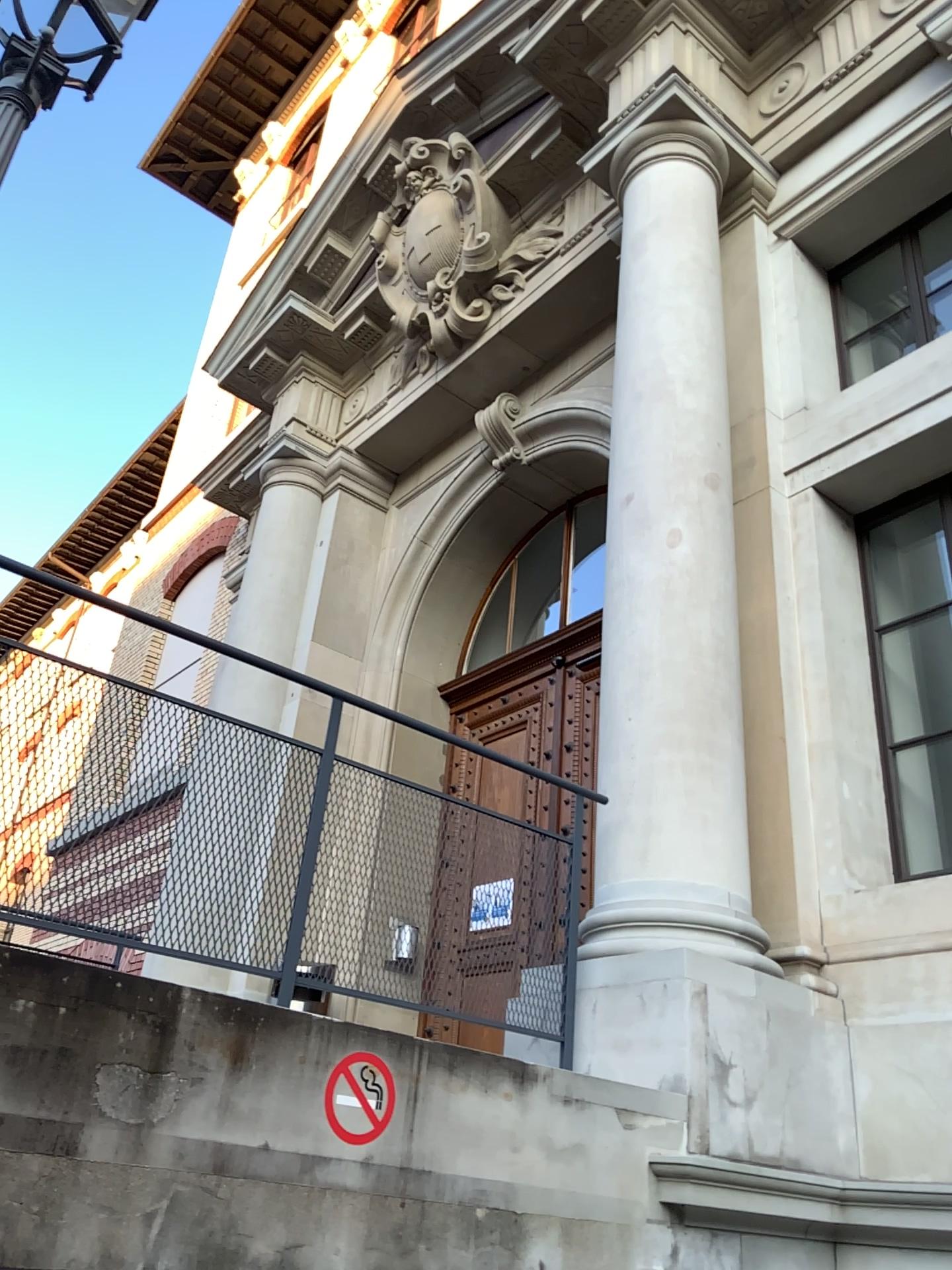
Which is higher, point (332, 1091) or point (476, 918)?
point (476, 918)

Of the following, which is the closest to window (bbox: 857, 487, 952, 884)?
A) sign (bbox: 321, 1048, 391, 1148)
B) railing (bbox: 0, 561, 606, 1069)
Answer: railing (bbox: 0, 561, 606, 1069)

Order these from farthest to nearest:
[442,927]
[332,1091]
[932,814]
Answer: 1. [932,814]
2. [442,927]
3. [332,1091]

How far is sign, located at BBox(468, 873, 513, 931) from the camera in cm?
343

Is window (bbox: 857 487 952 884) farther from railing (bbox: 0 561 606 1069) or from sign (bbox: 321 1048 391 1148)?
sign (bbox: 321 1048 391 1148)

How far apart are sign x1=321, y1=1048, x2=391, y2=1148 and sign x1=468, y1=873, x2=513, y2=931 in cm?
91

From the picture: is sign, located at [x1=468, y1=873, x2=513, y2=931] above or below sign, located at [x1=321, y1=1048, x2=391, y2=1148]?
above

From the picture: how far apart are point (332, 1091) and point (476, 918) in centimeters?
107cm

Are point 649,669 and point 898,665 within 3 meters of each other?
yes

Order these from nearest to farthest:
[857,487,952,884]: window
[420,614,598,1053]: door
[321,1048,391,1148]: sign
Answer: [321,1048,391,1148]: sign < [420,614,598,1053]: door < [857,487,952,884]: window
